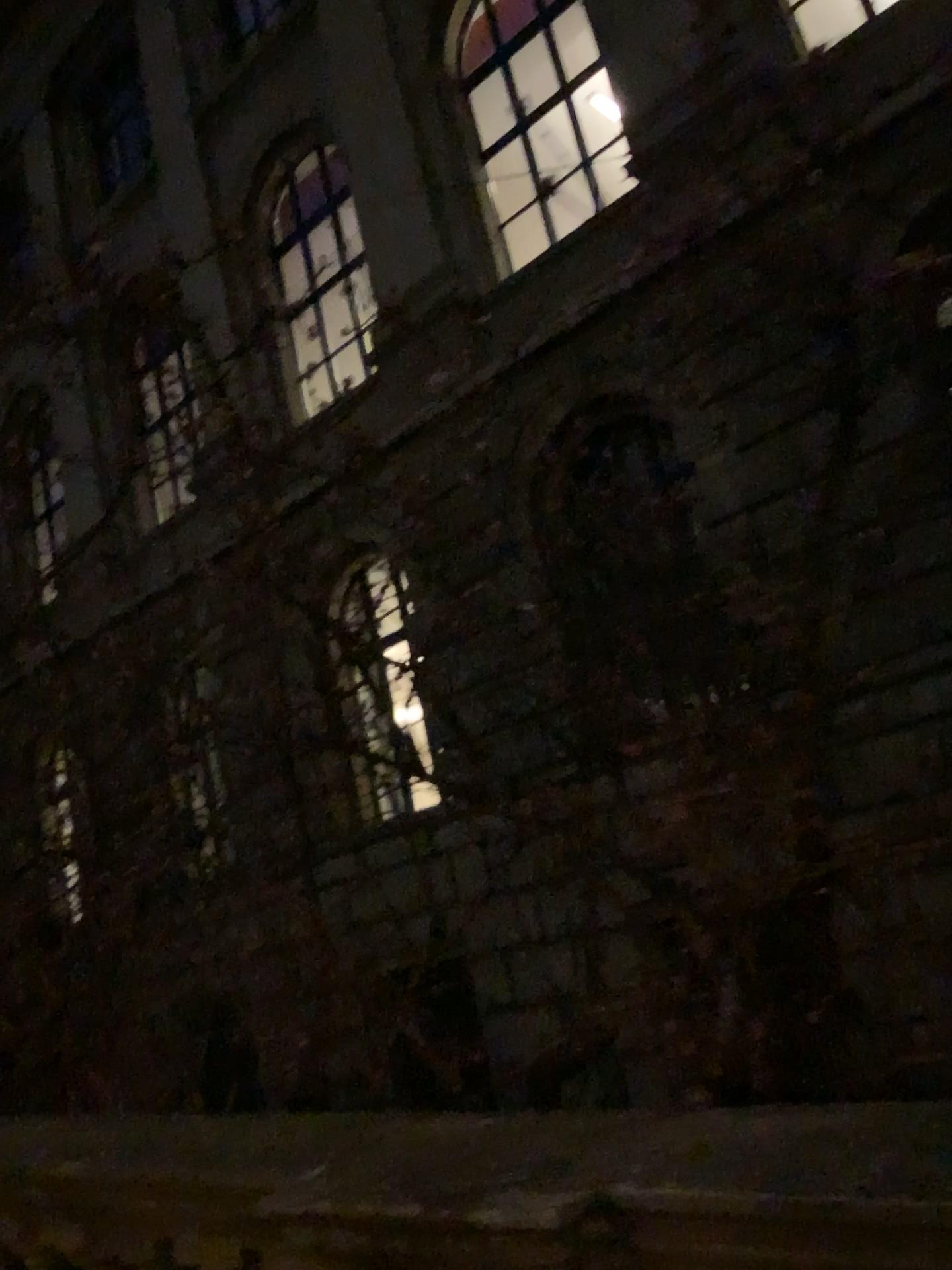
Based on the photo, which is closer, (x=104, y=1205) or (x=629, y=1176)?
(x=629, y=1176)
